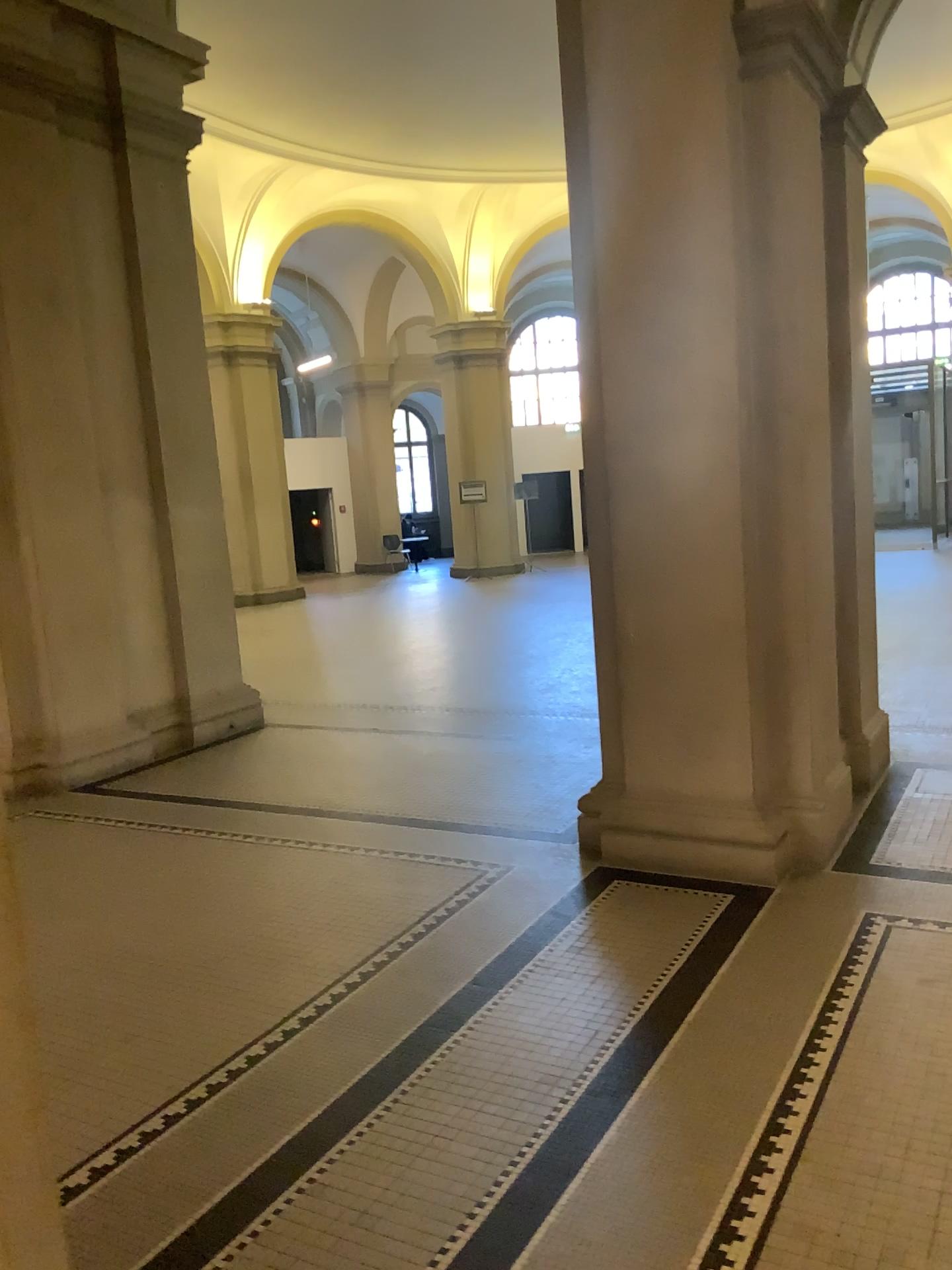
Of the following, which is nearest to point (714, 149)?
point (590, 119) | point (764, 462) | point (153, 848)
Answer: point (590, 119)

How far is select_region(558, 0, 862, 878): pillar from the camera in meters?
3.9

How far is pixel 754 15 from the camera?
3.9 meters
